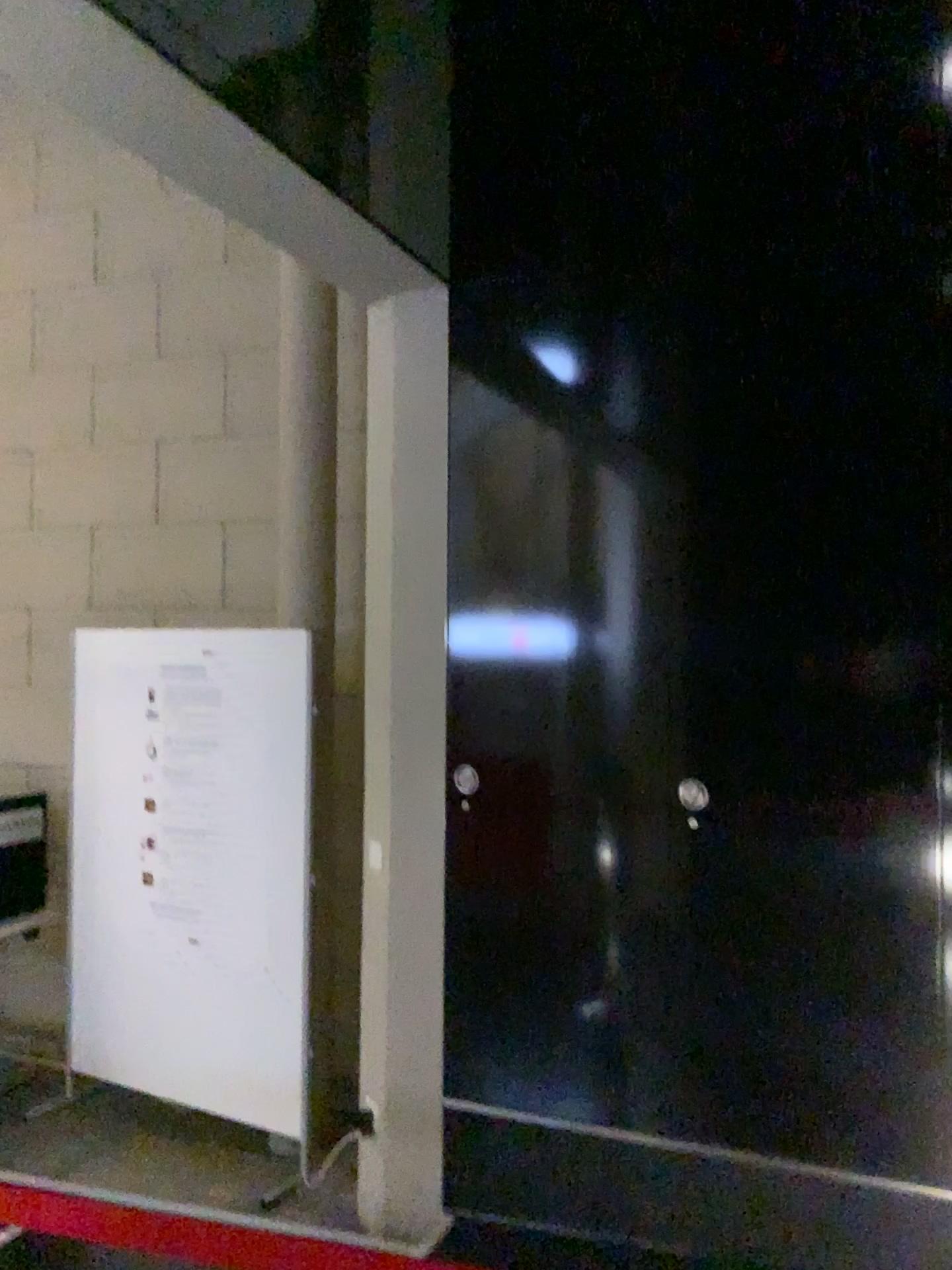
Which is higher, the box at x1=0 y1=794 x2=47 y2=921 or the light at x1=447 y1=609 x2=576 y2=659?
the light at x1=447 y1=609 x2=576 y2=659

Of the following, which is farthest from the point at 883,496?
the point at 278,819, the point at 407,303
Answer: the point at 278,819

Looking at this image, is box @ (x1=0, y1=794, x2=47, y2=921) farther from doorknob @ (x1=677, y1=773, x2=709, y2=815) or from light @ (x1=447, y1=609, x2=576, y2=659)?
doorknob @ (x1=677, y1=773, x2=709, y2=815)

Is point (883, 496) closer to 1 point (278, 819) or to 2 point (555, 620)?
2 point (555, 620)

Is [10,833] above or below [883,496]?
below

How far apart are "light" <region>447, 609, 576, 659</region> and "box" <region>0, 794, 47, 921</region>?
2.3m

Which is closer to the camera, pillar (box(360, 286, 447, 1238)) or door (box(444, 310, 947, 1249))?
door (box(444, 310, 947, 1249))

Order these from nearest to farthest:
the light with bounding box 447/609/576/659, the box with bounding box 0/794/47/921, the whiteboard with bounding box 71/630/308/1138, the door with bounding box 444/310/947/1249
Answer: the door with bounding box 444/310/947/1249 → the light with bounding box 447/609/576/659 → the whiteboard with bounding box 71/630/308/1138 → the box with bounding box 0/794/47/921

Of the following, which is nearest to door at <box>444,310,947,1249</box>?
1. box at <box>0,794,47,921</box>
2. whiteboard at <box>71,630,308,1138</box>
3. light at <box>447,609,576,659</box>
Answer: light at <box>447,609,576,659</box>

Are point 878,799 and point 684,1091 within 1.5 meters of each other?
yes
